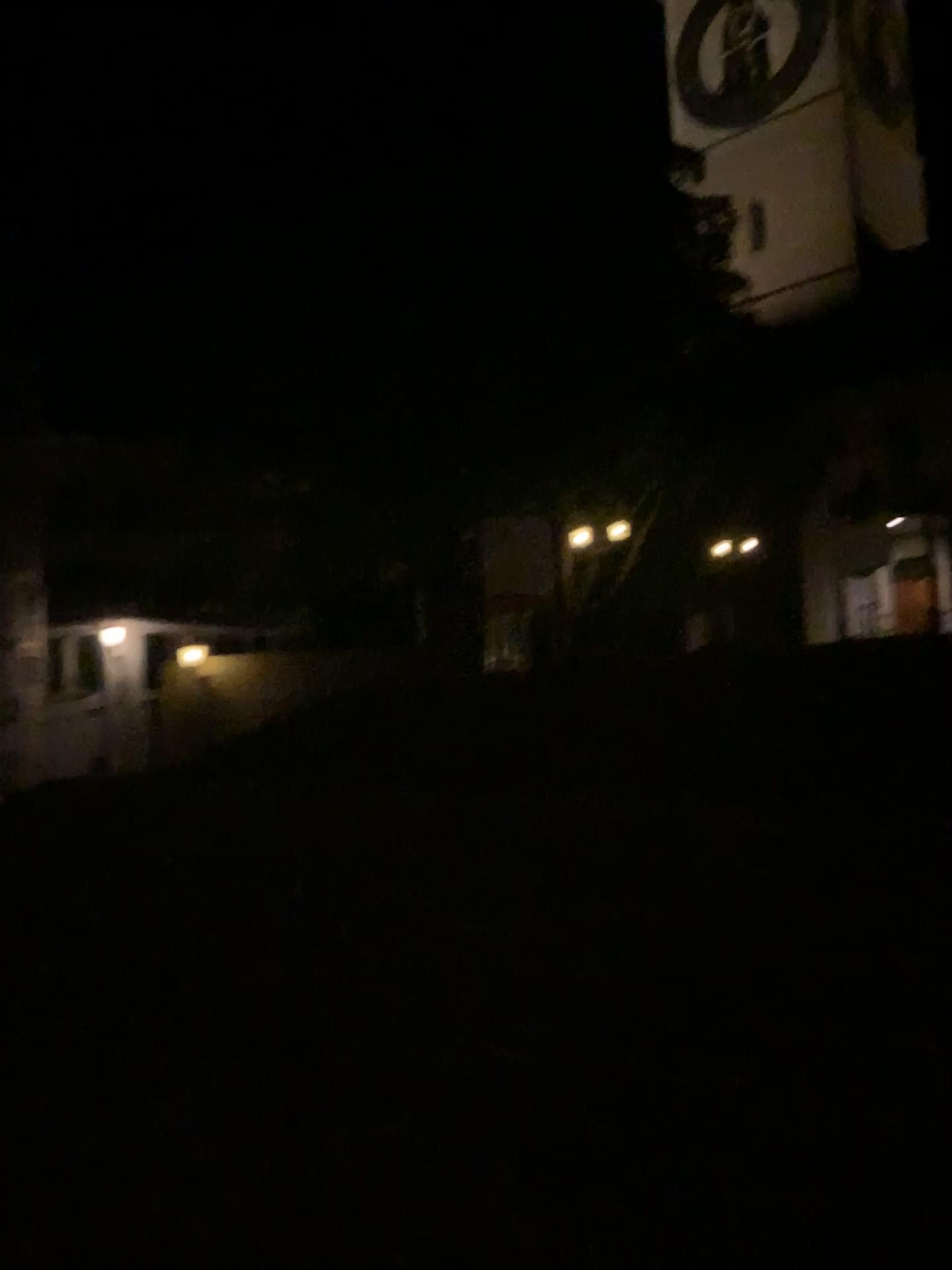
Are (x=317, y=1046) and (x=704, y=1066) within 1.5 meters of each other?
no
